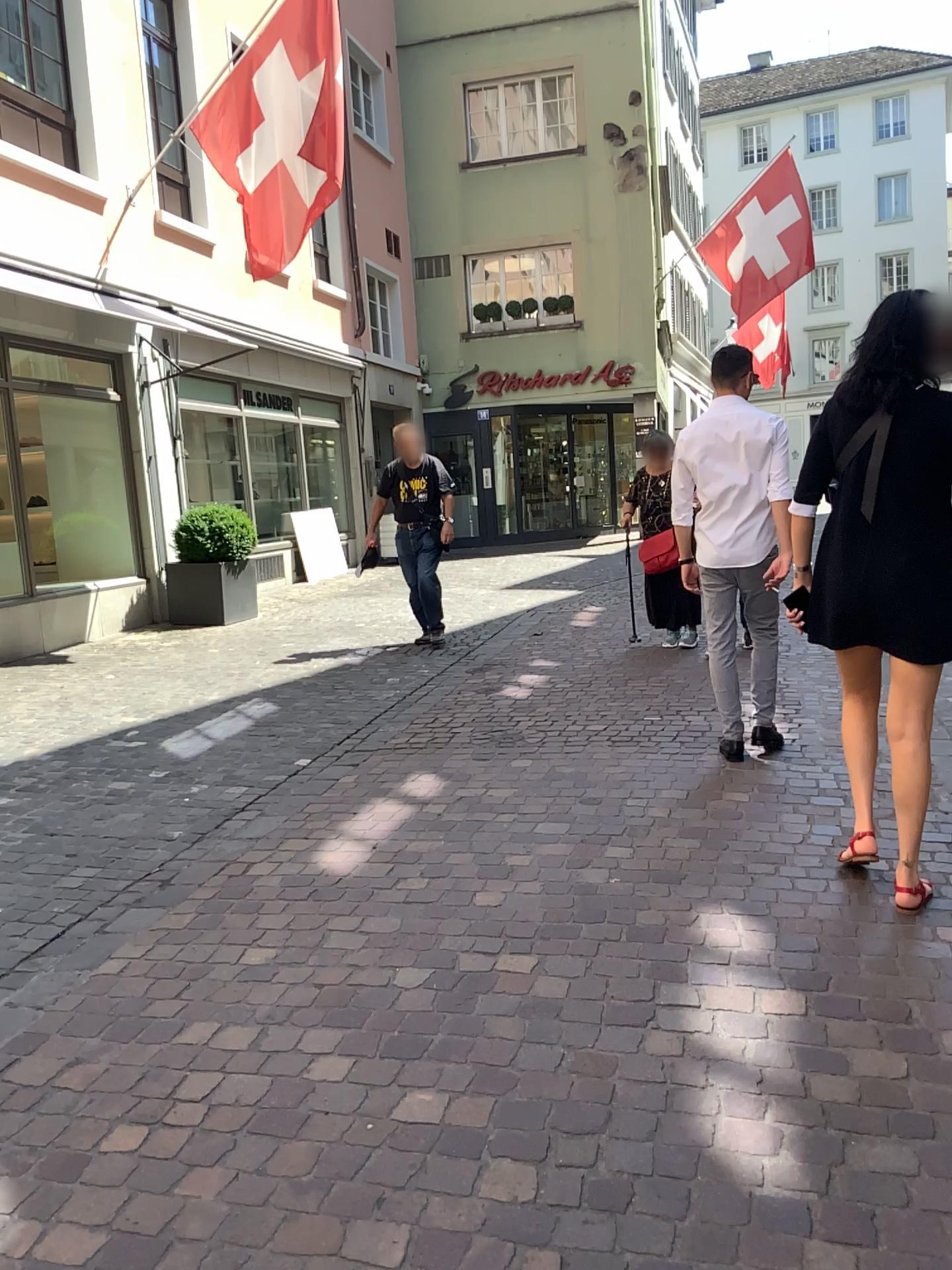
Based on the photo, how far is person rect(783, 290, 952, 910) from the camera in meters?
2.8

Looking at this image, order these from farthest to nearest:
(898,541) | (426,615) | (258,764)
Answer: (426,615) → (258,764) → (898,541)

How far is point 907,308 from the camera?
2.80m

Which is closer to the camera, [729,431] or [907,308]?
[907,308]

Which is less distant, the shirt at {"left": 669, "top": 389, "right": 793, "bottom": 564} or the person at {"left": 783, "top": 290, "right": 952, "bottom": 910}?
the person at {"left": 783, "top": 290, "right": 952, "bottom": 910}
